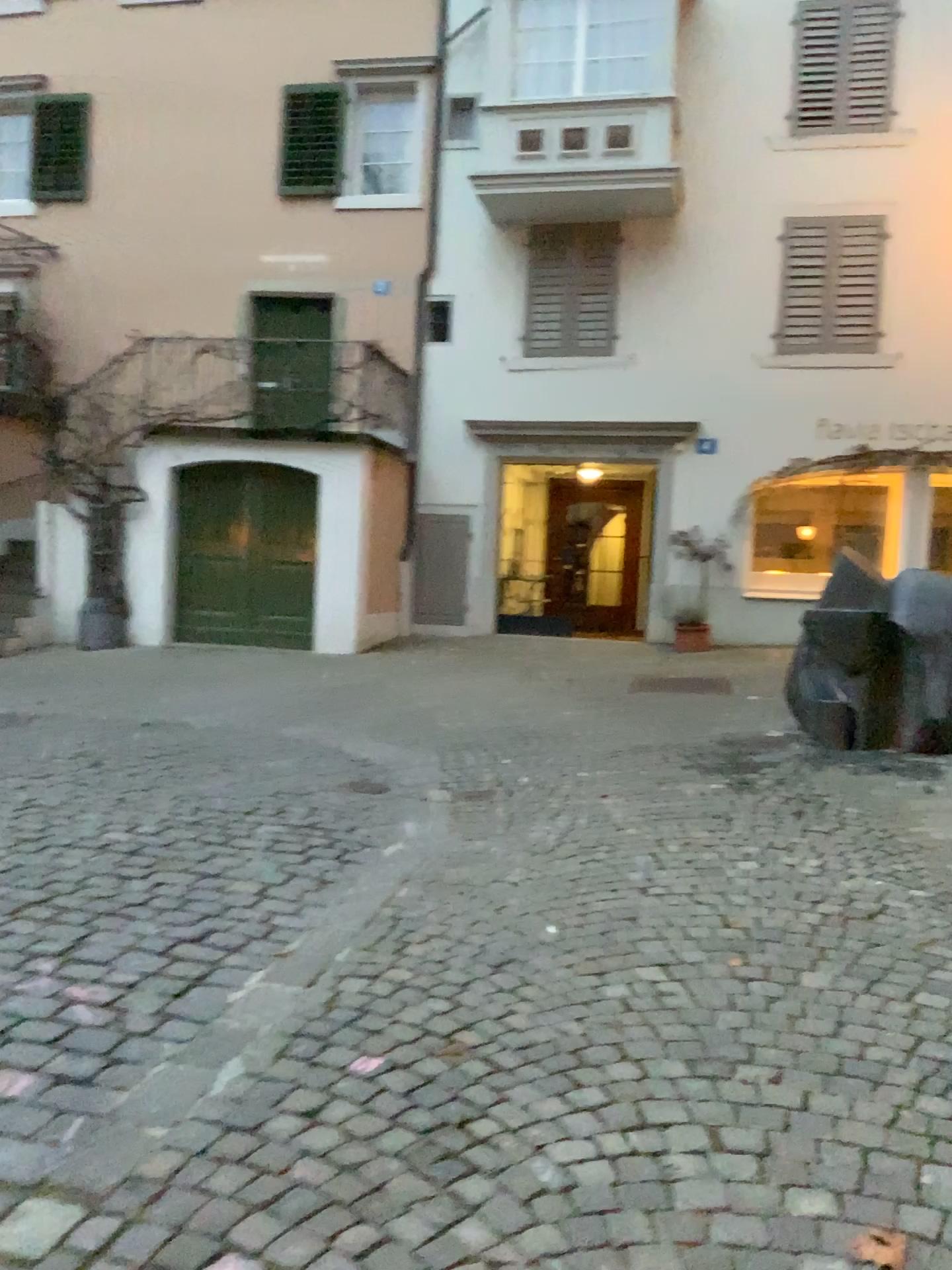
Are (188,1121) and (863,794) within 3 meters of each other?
no
